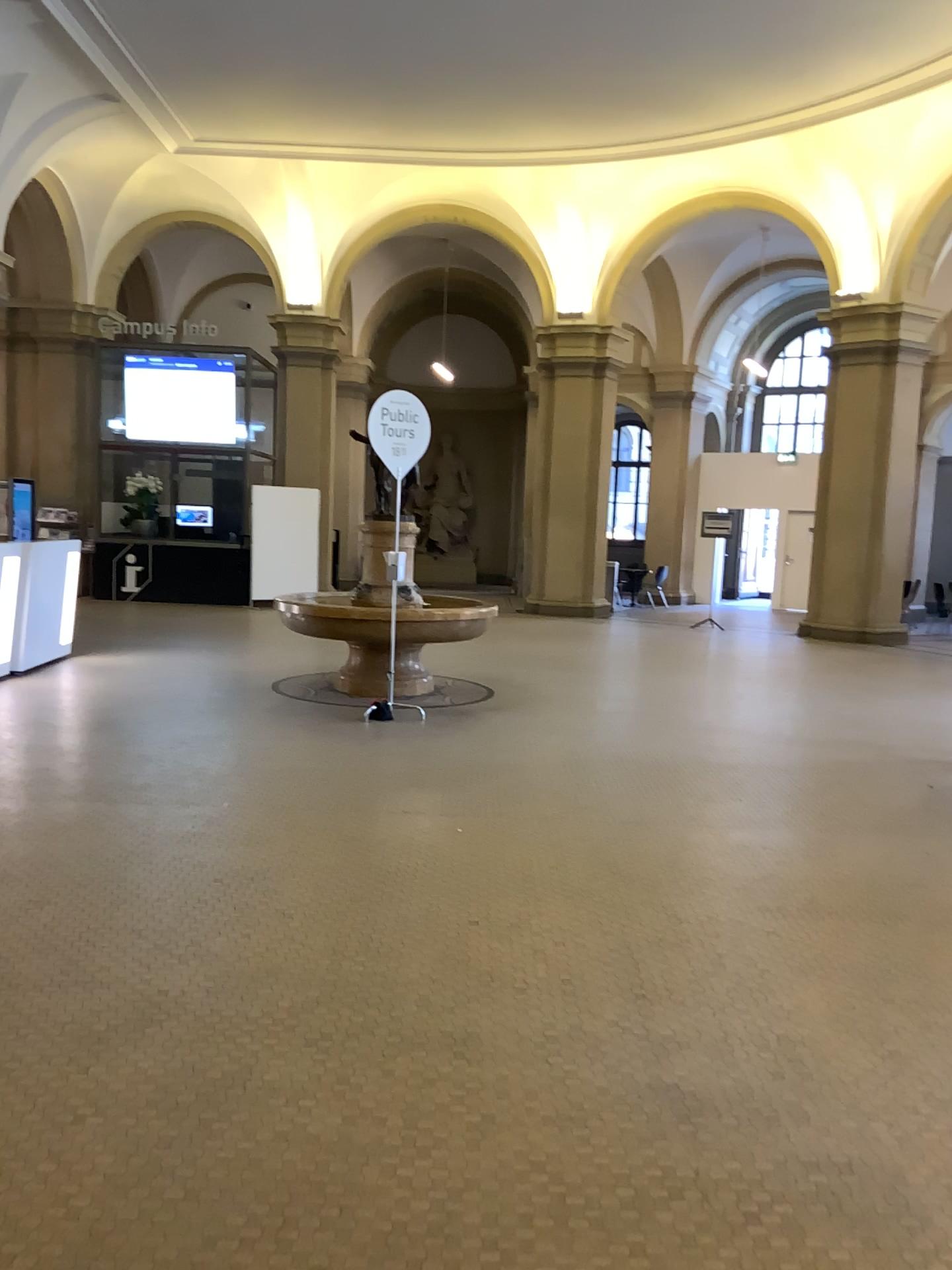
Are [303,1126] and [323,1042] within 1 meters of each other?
yes
